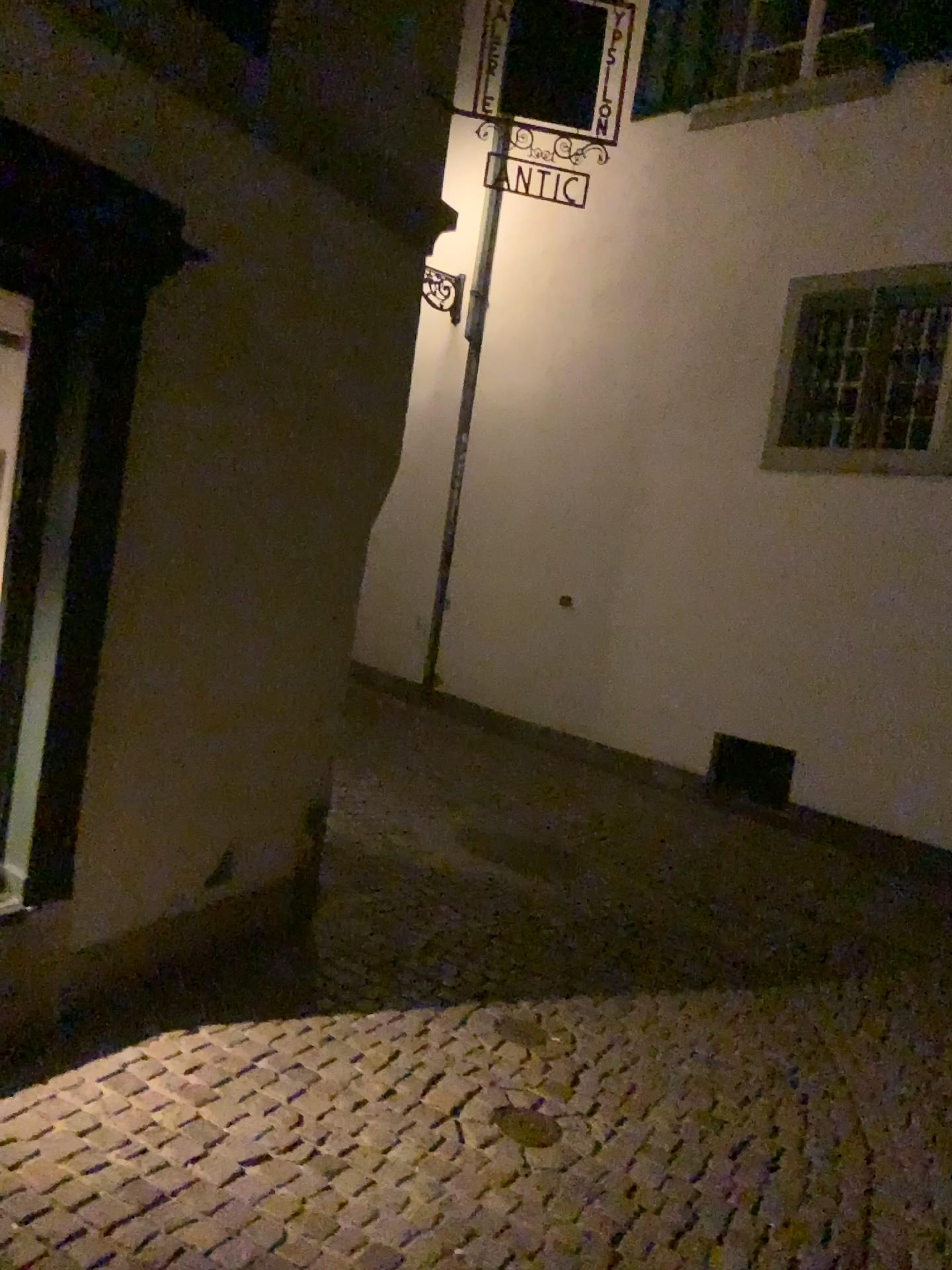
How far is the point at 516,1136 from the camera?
3.00m

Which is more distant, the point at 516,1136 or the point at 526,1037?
the point at 526,1037

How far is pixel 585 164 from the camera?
4.5 meters

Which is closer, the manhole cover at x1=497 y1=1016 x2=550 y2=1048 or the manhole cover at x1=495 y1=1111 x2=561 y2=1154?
the manhole cover at x1=495 y1=1111 x2=561 y2=1154

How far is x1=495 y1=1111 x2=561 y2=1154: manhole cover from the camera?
3.00m
